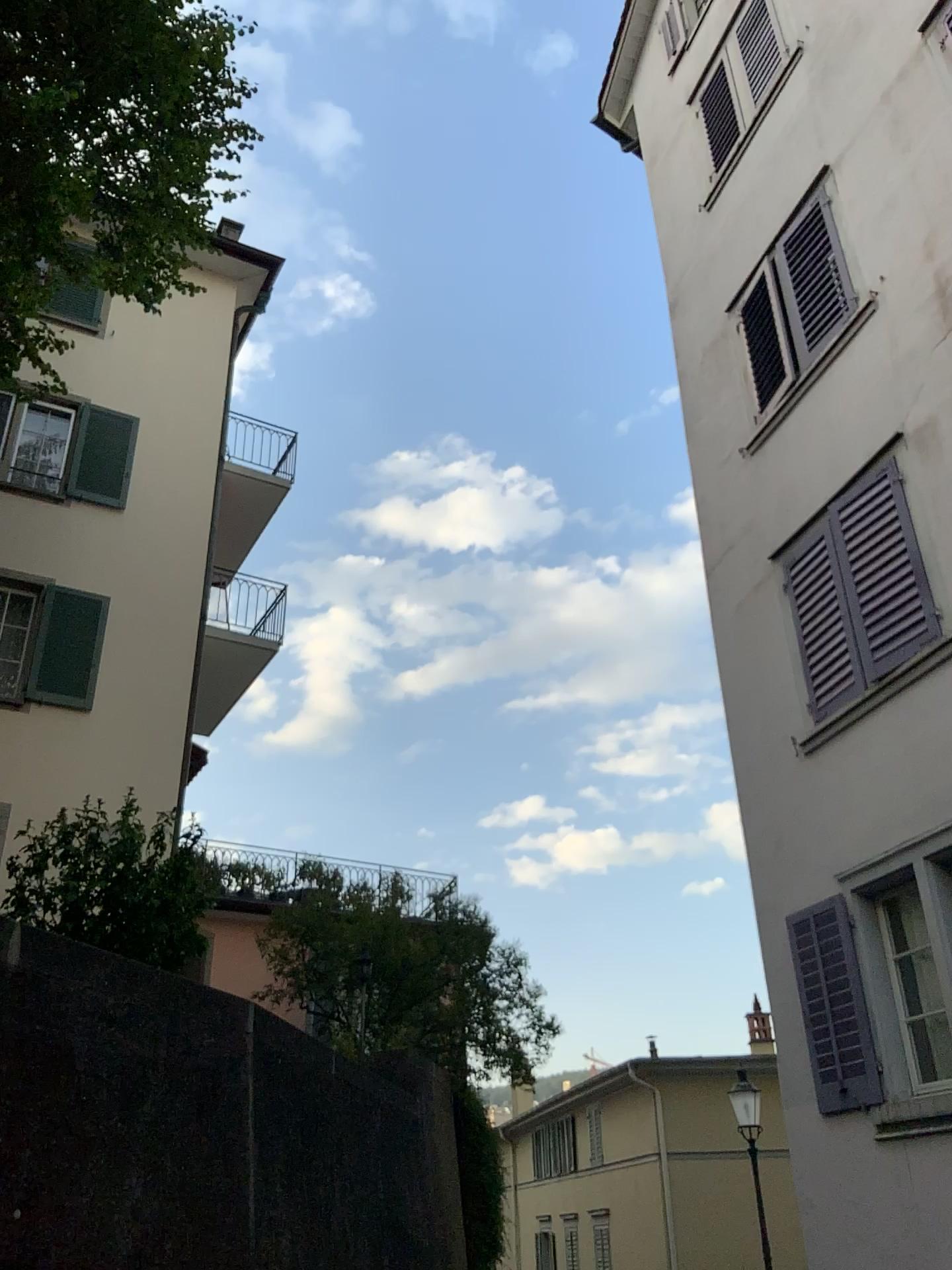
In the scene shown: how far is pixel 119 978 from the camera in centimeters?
398cm
